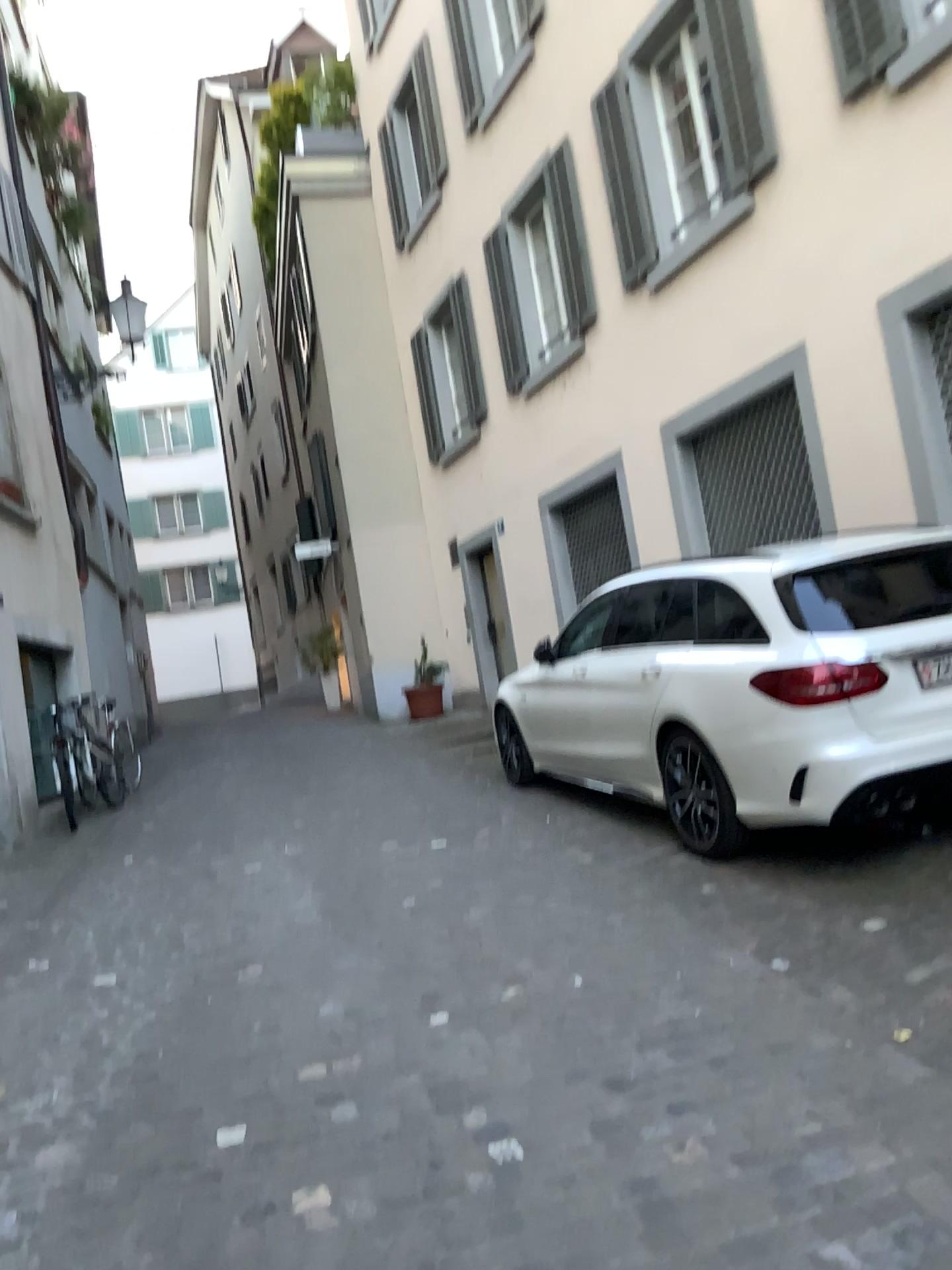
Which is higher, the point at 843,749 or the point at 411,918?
the point at 843,749
